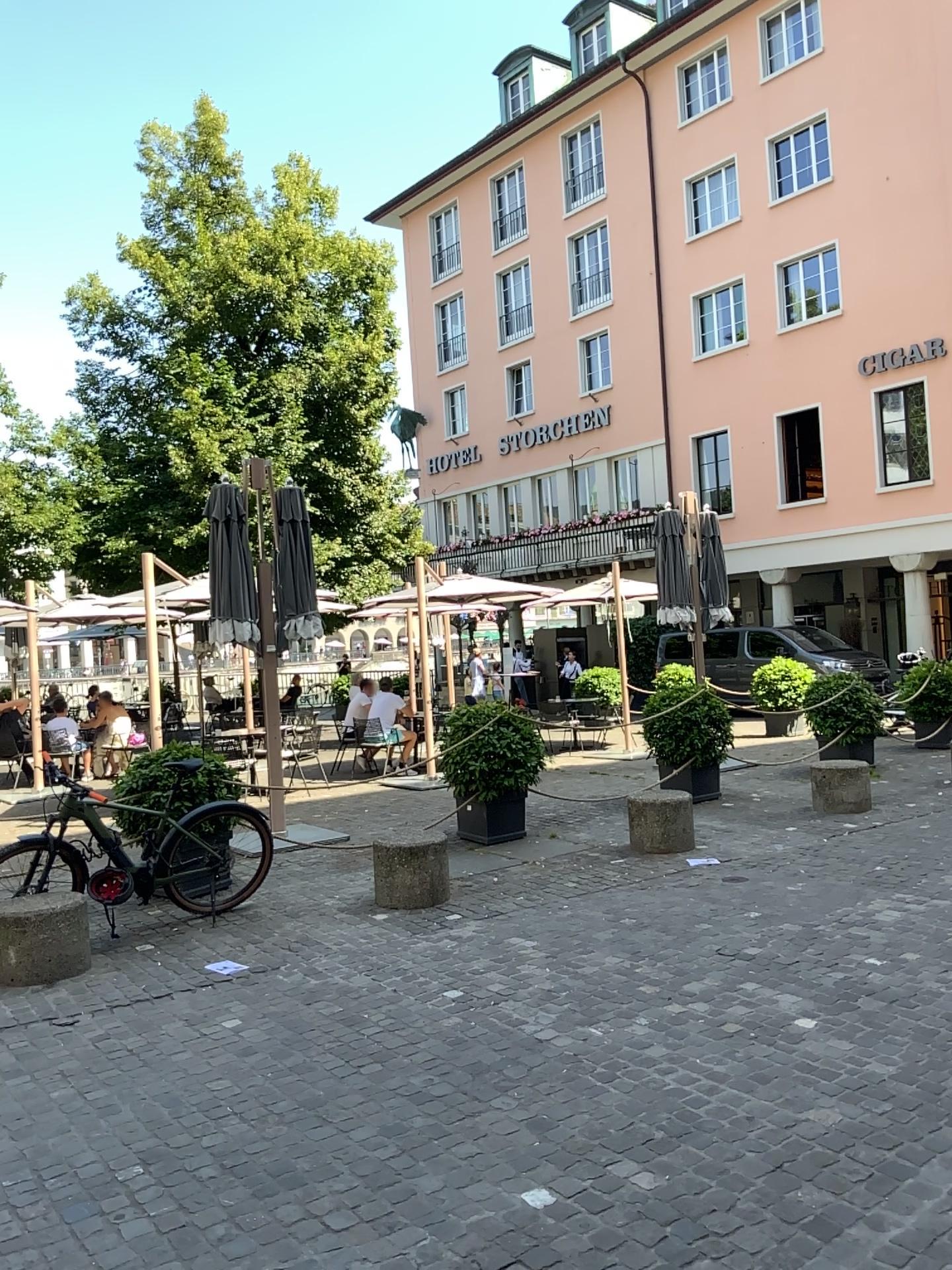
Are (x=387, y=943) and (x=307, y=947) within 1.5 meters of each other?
yes
